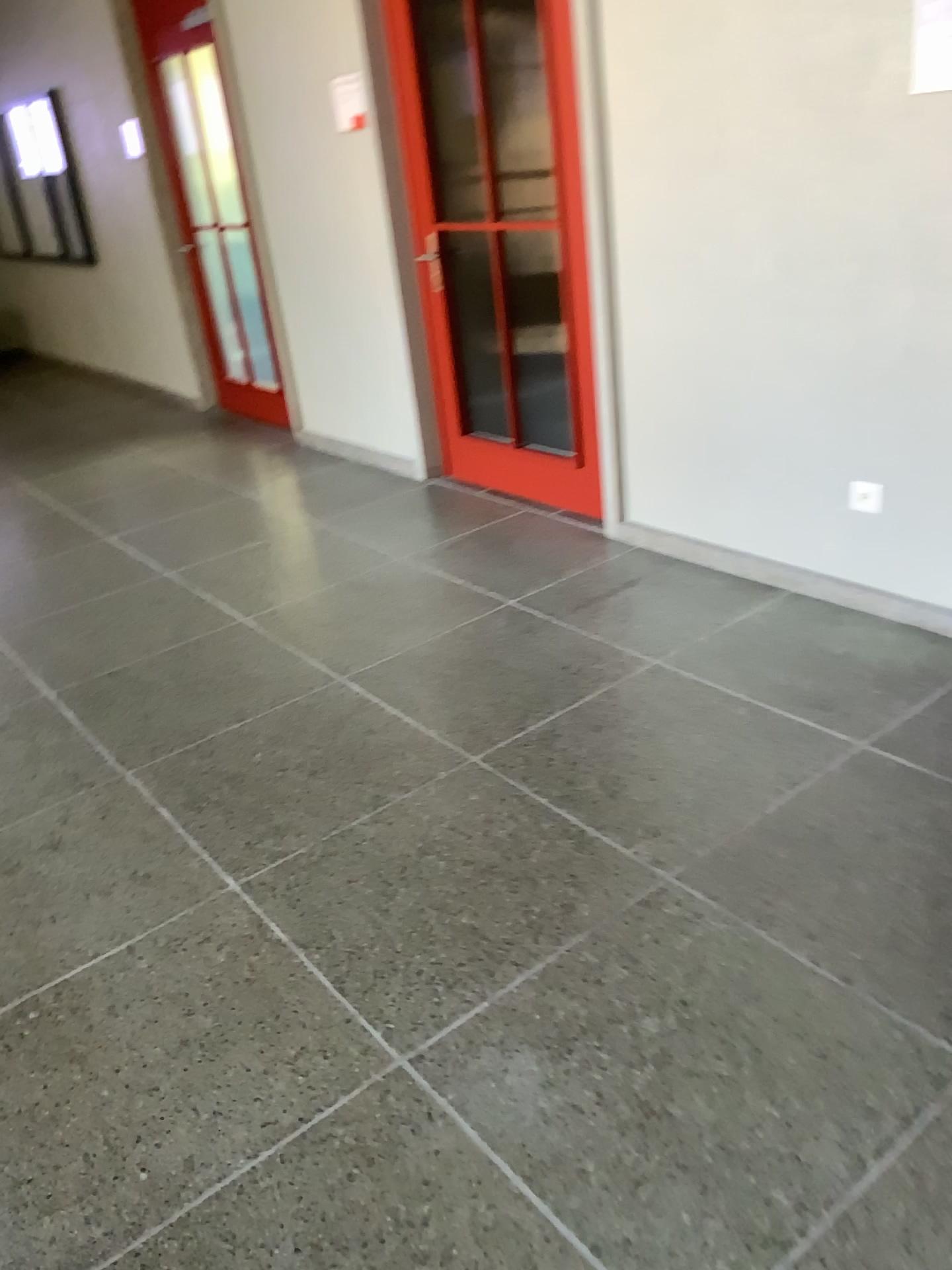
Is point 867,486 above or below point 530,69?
below

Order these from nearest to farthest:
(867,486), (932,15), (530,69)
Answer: (932,15) < (867,486) < (530,69)

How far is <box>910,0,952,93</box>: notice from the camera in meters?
2.4 m

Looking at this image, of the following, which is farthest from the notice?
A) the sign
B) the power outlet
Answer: the sign

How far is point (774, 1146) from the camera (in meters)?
1.62

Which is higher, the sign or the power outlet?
the sign

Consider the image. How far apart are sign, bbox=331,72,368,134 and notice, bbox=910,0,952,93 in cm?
247

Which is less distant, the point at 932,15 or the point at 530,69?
the point at 932,15

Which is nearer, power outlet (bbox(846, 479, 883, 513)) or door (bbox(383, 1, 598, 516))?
power outlet (bbox(846, 479, 883, 513))

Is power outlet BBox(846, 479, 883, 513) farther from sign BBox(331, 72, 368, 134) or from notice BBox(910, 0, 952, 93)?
sign BBox(331, 72, 368, 134)
